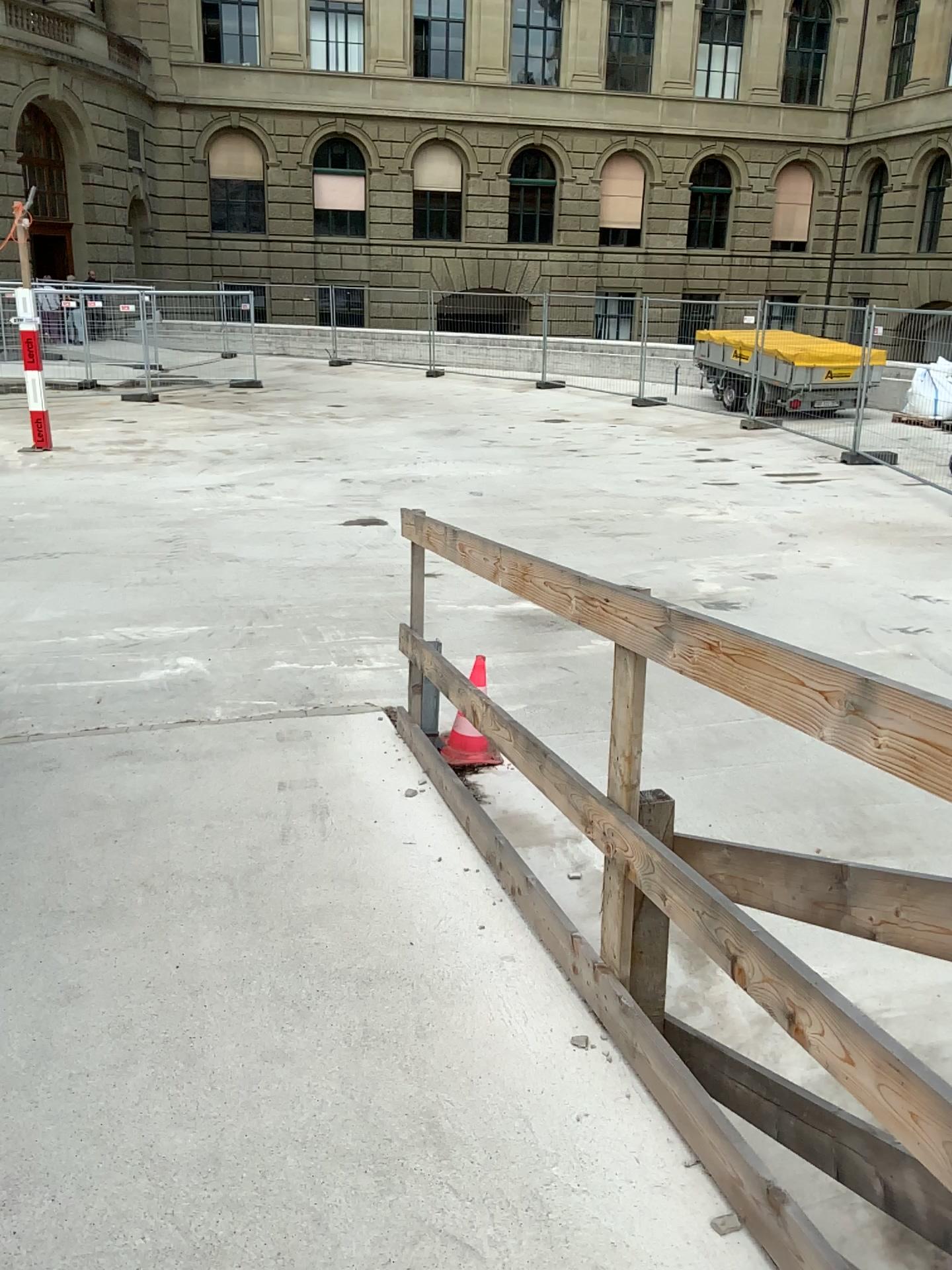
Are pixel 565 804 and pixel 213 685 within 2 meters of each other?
no
